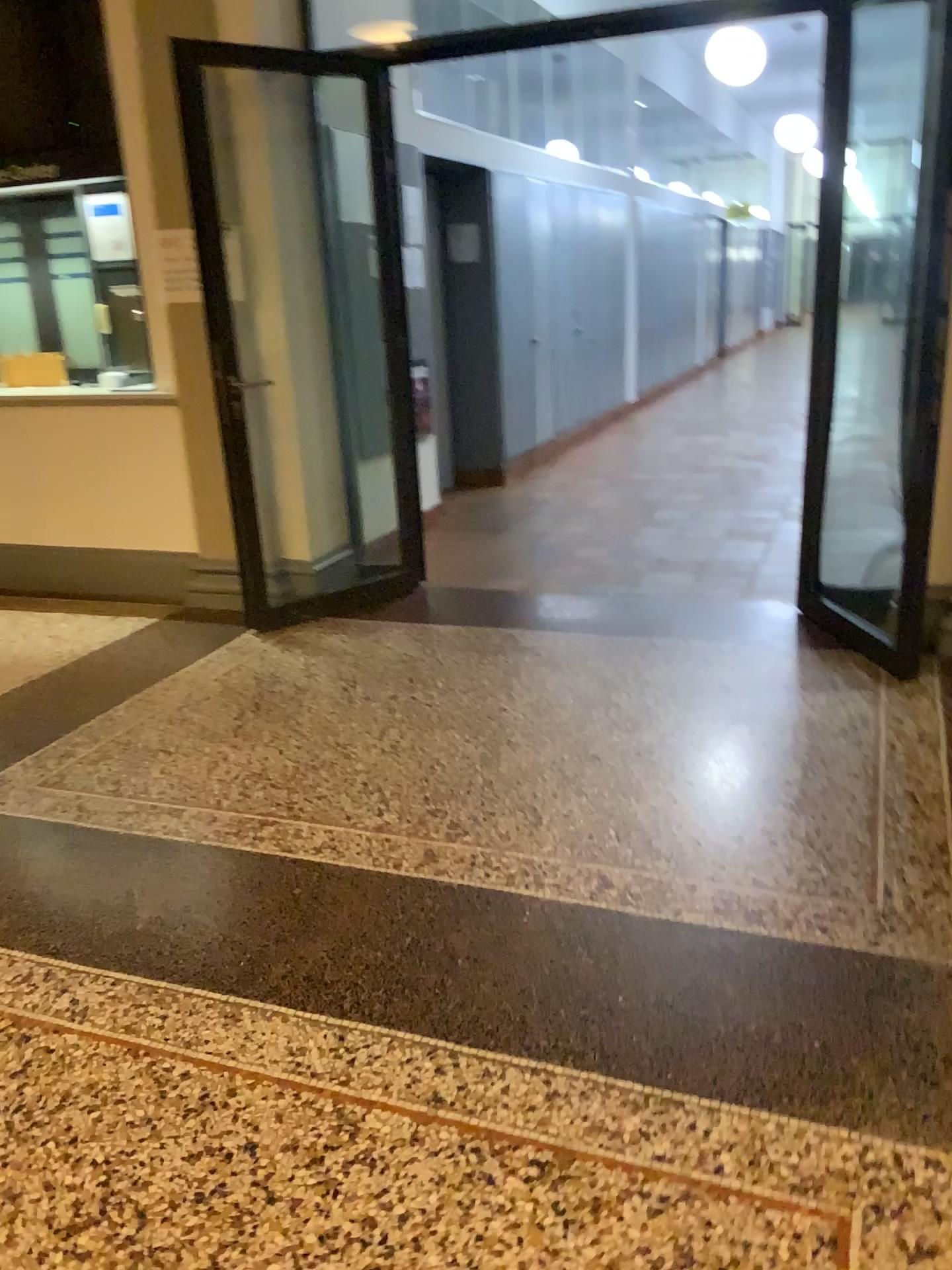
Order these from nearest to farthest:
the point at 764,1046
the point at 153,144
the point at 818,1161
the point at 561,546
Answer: the point at 818,1161
the point at 764,1046
the point at 153,144
the point at 561,546
